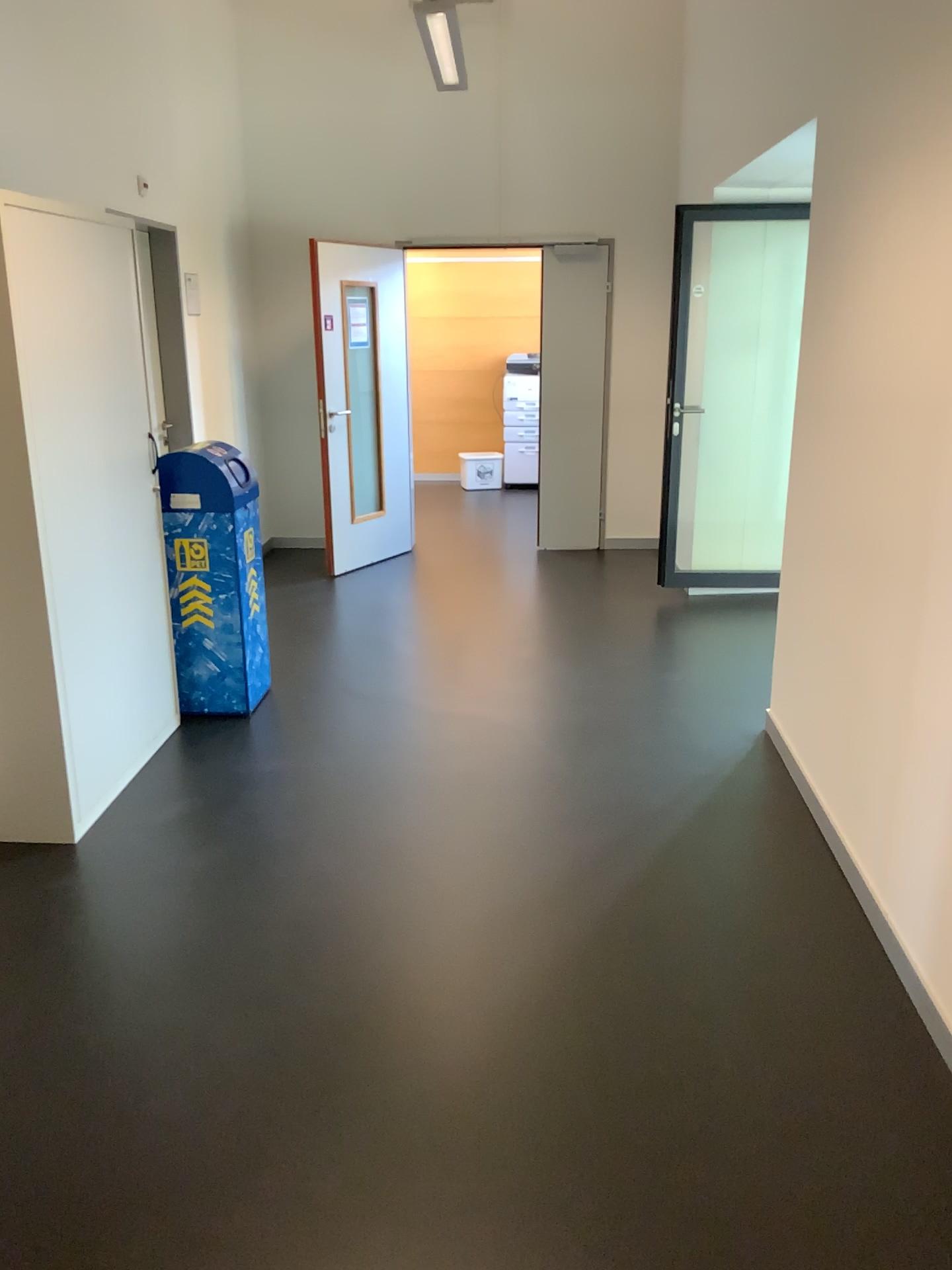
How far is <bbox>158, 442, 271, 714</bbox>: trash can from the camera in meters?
4.1 m

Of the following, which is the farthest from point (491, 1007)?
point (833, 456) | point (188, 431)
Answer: point (188, 431)

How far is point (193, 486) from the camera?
Answer: 4.1m

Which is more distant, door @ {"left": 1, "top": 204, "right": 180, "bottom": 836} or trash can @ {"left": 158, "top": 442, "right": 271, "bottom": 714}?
trash can @ {"left": 158, "top": 442, "right": 271, "bottom": 714}

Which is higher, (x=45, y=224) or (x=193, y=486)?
(x=45, y=224)

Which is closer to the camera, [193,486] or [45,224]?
[45,224]
